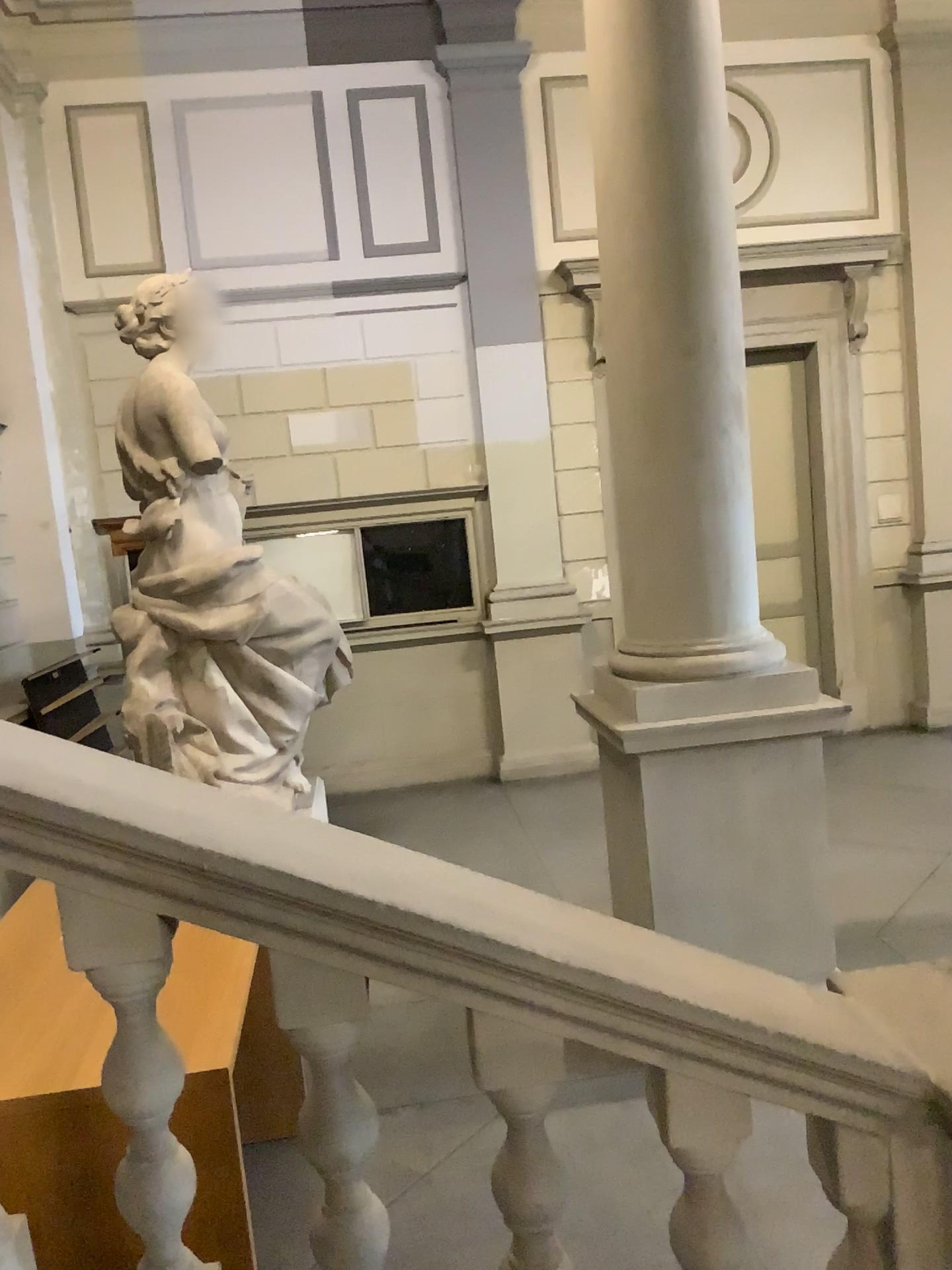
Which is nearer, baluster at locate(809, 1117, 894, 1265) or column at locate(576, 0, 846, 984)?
baluster at locate(809, 1117, 894, 1265)

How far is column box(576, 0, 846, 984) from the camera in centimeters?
389cm

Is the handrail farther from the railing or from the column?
the column

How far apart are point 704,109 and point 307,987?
3.6m

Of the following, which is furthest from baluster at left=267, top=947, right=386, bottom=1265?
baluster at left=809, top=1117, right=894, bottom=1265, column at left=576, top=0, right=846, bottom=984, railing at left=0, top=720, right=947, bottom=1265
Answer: column at left=576, top=0, right=846, bottom=984

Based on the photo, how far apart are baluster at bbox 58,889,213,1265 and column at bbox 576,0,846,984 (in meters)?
2.59

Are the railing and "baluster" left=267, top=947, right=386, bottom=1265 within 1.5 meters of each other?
yes

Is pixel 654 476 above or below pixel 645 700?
above

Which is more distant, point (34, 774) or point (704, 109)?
point (704, 109)

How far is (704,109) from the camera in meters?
3.9
